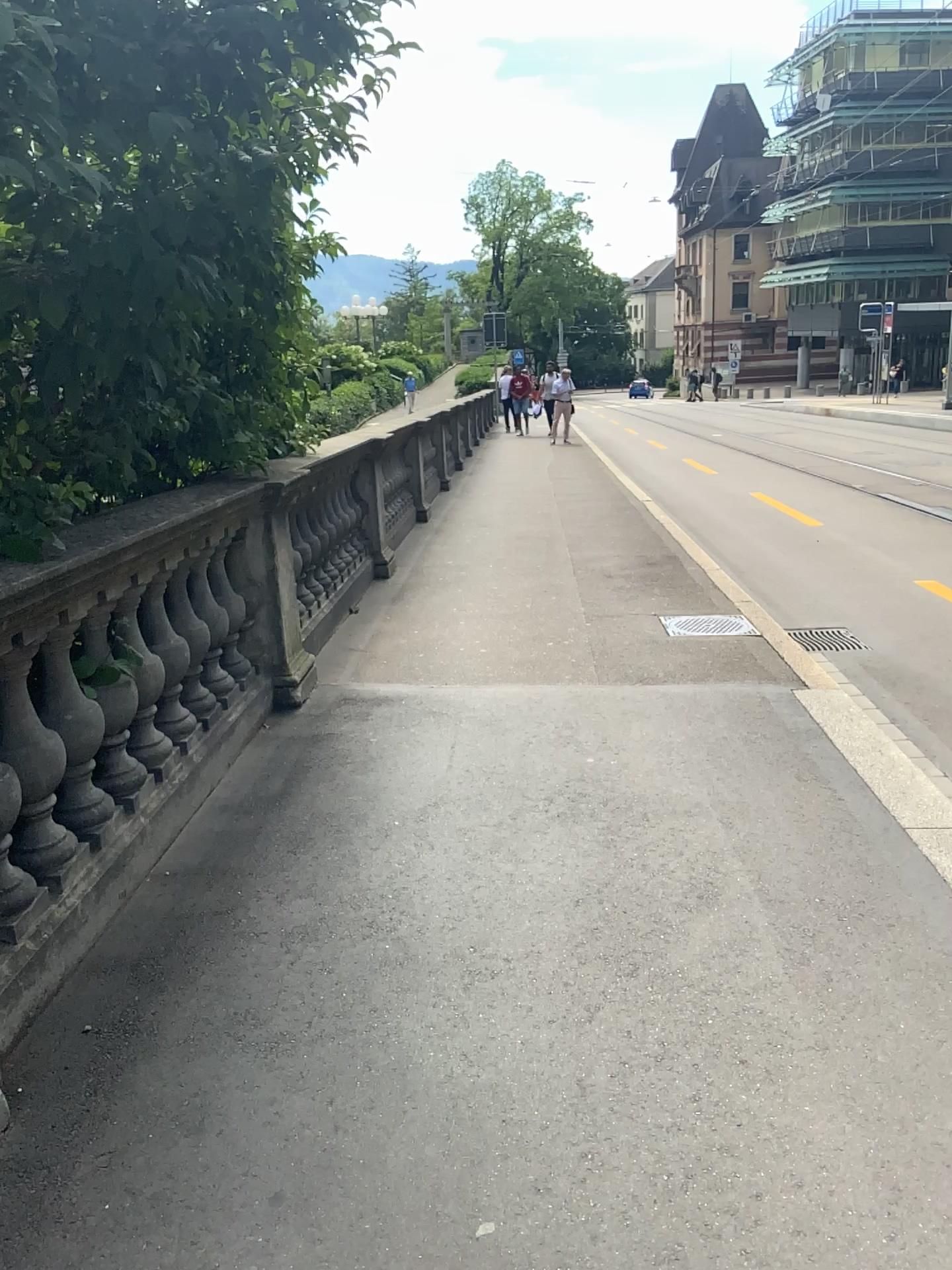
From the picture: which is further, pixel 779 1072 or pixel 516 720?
pixel 516 720
